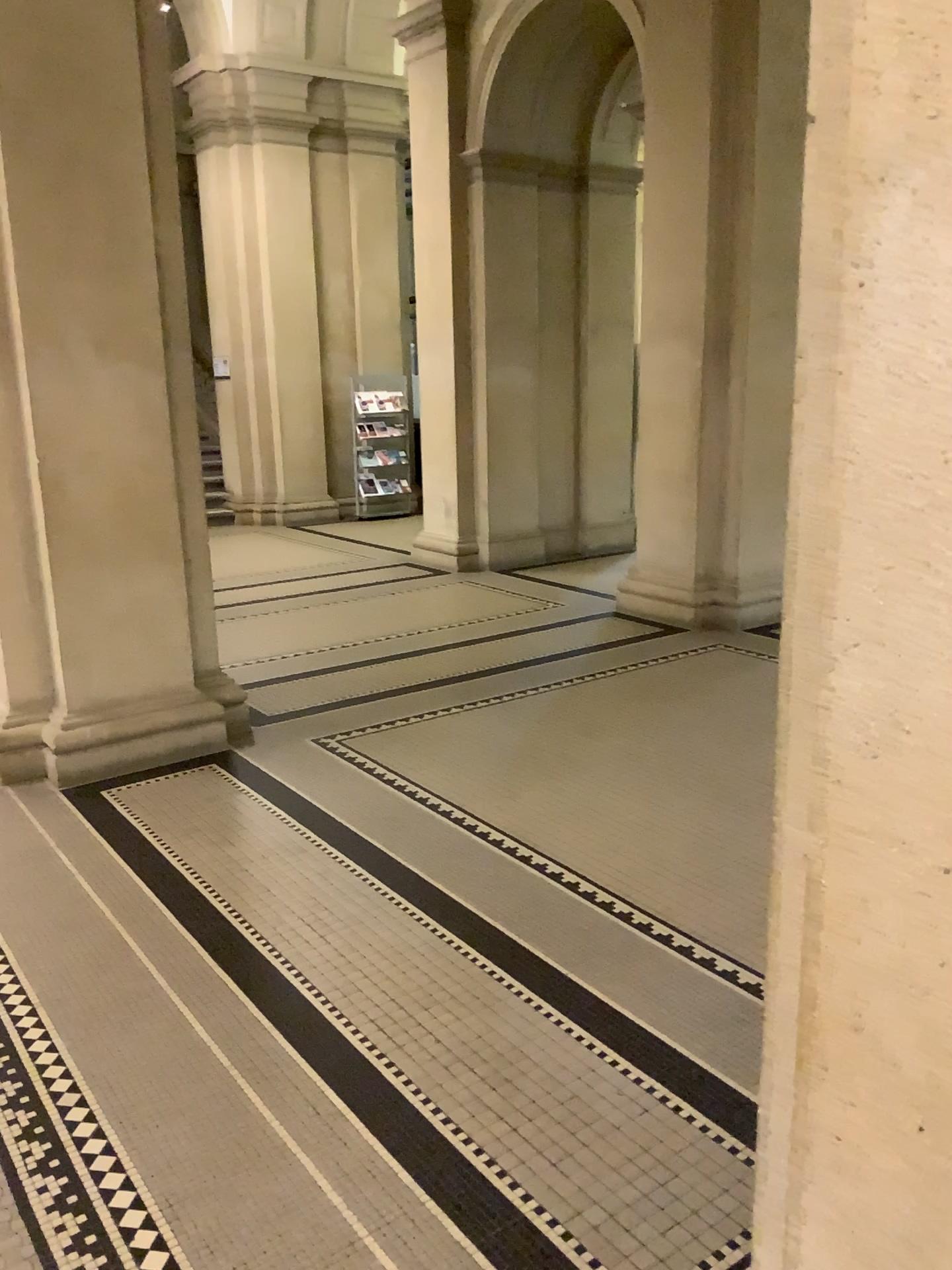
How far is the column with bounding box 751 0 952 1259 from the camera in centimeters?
91cm

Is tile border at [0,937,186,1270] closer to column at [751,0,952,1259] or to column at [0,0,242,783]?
column at [751,0,952,1259]

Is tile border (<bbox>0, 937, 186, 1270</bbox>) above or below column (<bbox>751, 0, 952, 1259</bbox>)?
below

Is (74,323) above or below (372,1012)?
above

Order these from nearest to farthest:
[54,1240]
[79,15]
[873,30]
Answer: [873,30]
[54,1240]
[79,15]

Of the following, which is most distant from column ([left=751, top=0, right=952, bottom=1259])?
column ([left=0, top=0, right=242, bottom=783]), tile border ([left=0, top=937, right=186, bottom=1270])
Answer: column ([left=0, top=0, right=242, bottom=783])

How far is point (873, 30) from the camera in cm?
91

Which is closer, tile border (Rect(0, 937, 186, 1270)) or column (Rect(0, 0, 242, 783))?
tile border (Rect(0, 937, 186, 1270))

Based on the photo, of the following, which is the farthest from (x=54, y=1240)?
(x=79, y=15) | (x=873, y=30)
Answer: (x=79, y=15)

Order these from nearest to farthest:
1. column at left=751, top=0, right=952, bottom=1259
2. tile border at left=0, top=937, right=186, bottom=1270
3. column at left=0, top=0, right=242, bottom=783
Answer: column at left=751, top=0, right=952, bottom=1259 < tile border at left=0, top=937, right=186, bottom=1270 < column at left=0, top=0, right=242, bottom=783
